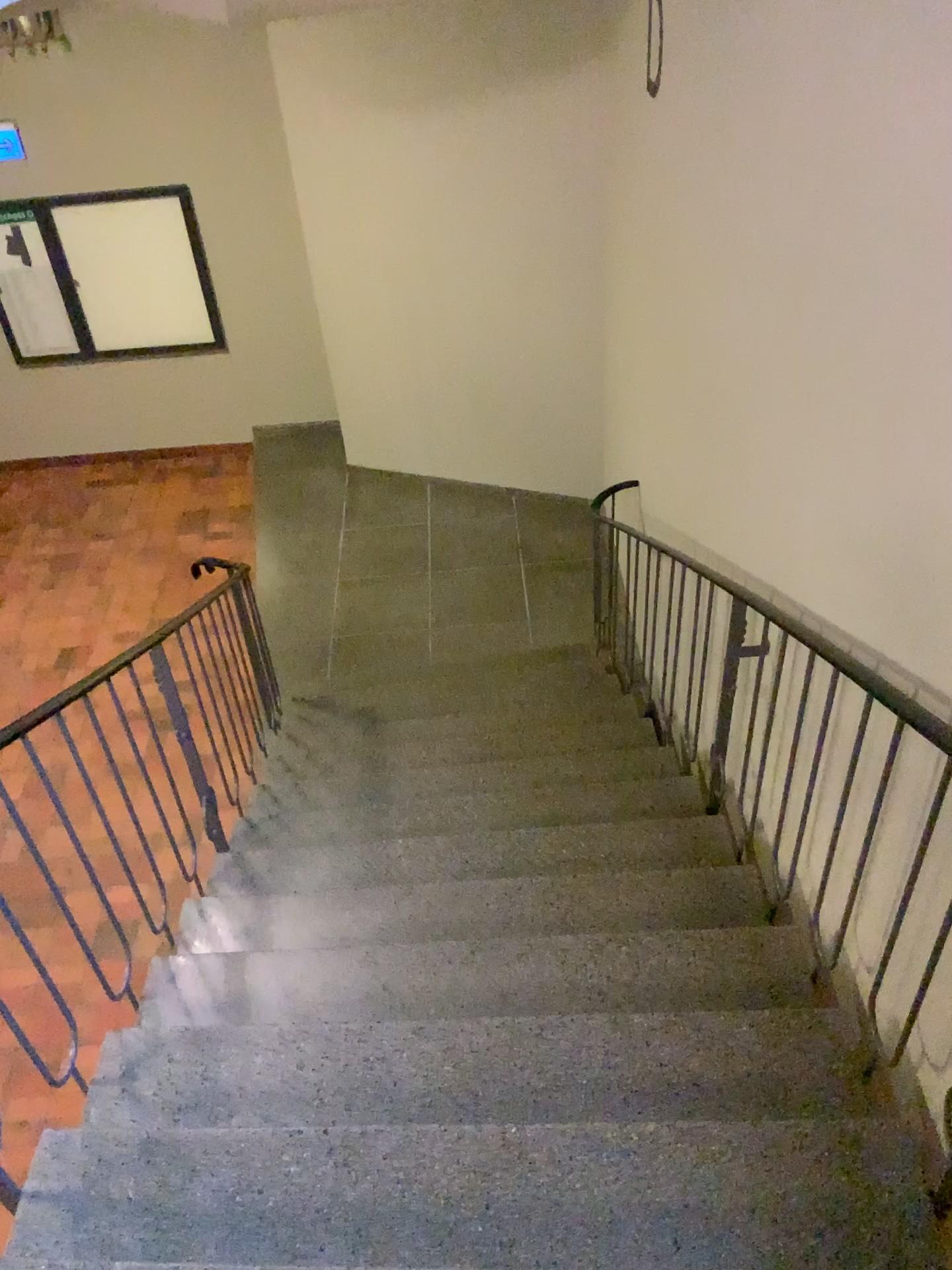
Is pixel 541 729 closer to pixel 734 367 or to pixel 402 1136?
pixel 734 367
